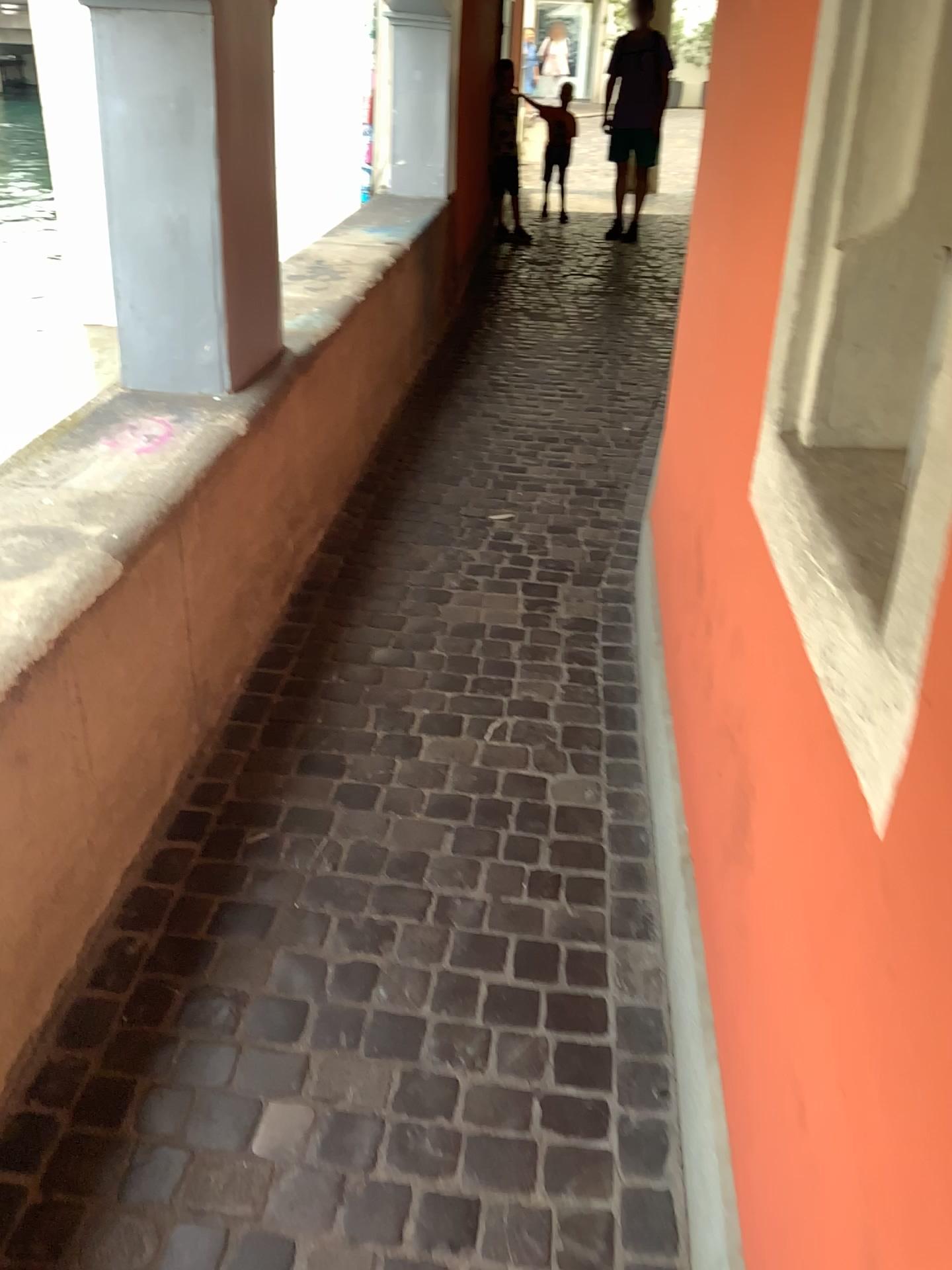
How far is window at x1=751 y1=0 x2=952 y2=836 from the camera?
1.13m

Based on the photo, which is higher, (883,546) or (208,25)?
(208,25)

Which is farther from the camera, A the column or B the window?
A the column

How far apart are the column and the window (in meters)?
1.48

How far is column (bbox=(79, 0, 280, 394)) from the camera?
2.3 meters

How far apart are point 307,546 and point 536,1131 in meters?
1.9 m

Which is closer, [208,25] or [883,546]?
[883,546]

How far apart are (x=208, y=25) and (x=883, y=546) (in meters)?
1.94
